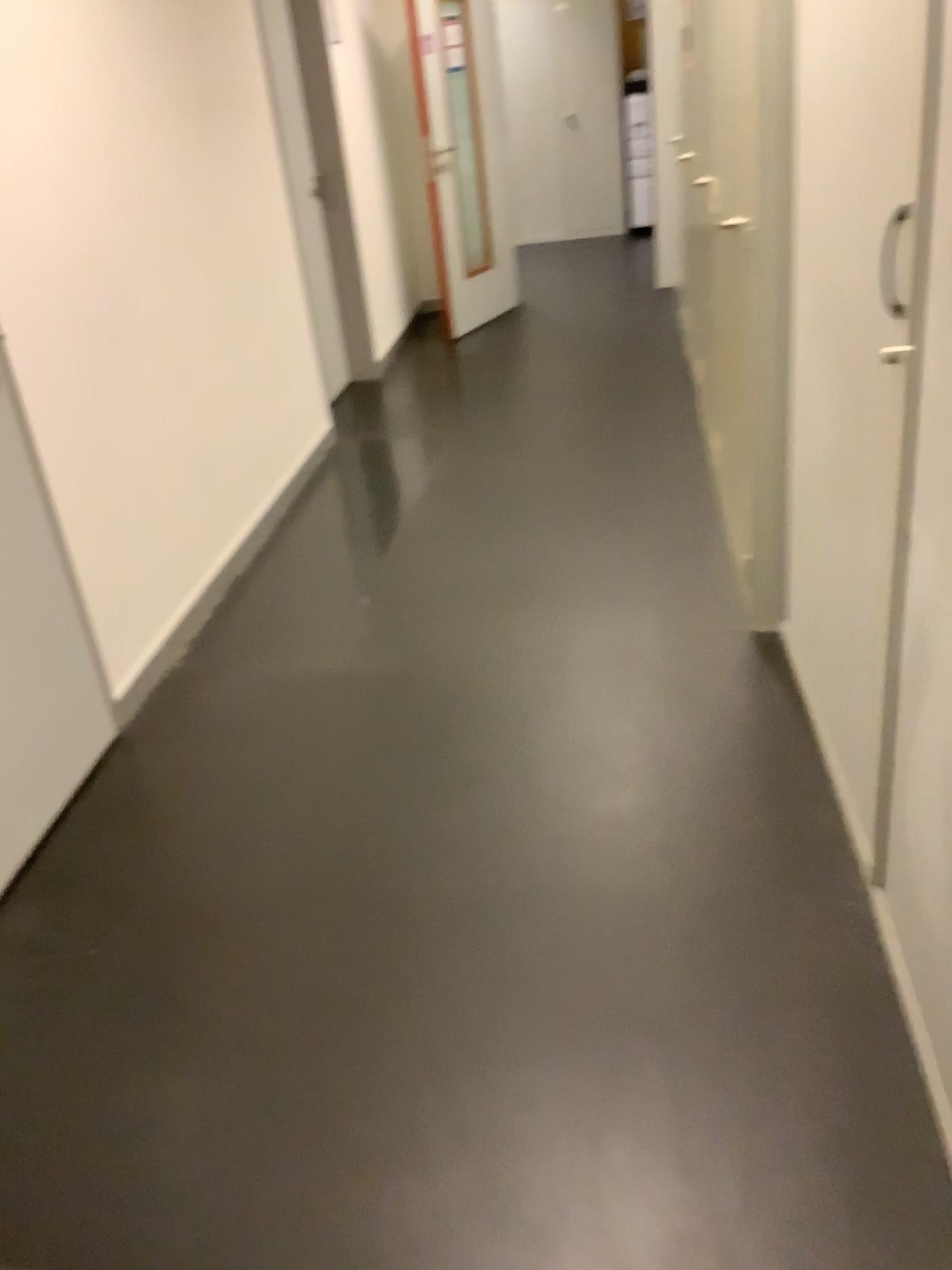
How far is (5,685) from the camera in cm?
237

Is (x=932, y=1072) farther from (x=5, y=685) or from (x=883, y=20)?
(x=5, y=685)

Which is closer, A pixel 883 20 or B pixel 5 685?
A pixel 883 20

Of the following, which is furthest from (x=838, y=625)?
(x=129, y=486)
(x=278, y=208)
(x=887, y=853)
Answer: (x=278, y=208)

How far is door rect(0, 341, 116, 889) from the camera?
2.4m

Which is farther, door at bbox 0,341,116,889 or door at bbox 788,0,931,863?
door at bbox 0,341,116,889

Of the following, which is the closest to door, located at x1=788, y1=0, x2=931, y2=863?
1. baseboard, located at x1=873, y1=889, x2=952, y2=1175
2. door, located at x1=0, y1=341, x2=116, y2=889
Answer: baseboard, located at x1=873, y1=889, x2=952, y2=1175

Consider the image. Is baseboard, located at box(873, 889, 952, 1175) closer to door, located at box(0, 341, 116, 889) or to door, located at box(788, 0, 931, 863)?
door, located at box(788, 0, 931, 863)
